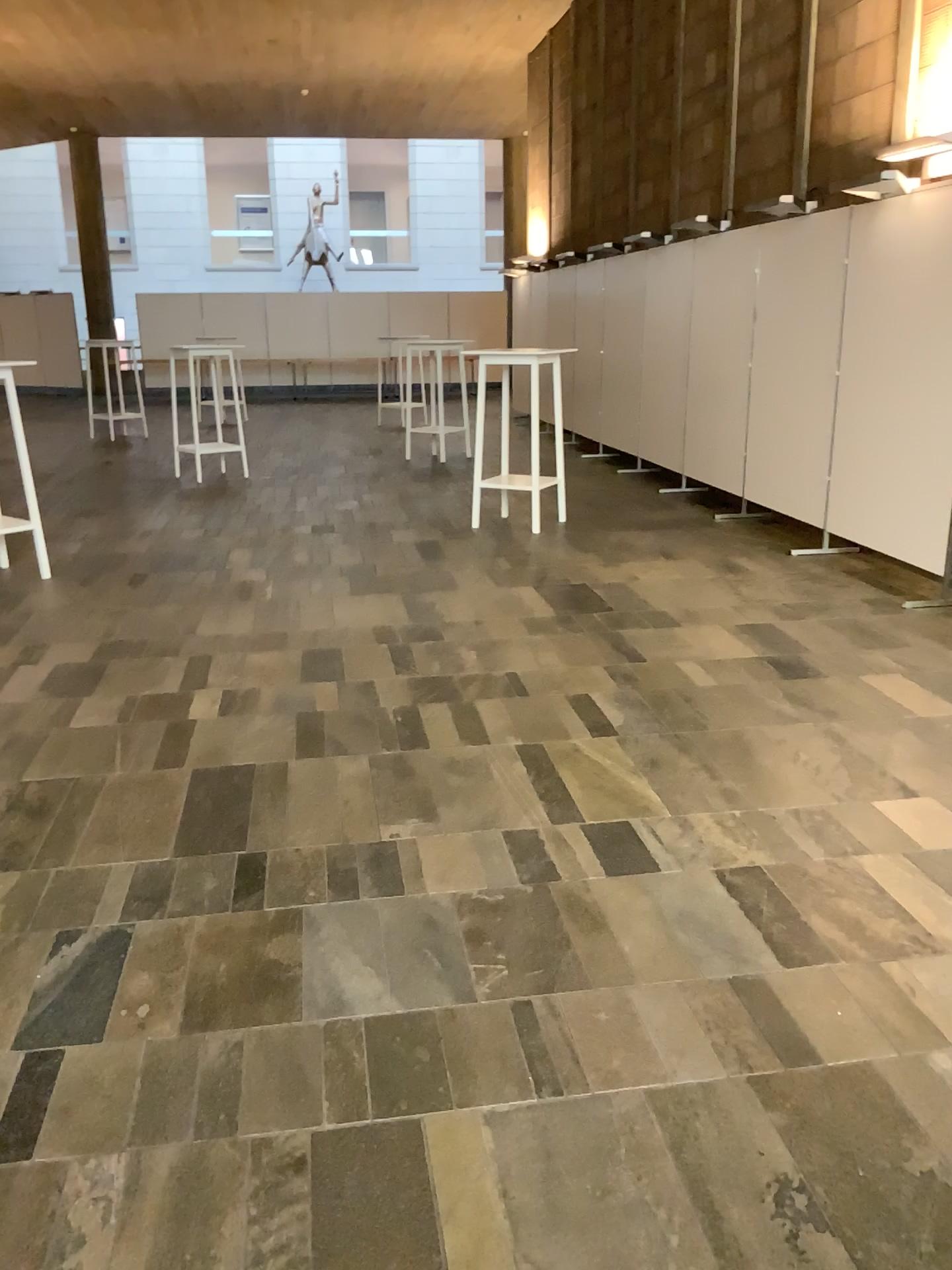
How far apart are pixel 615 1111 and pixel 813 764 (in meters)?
1.75
